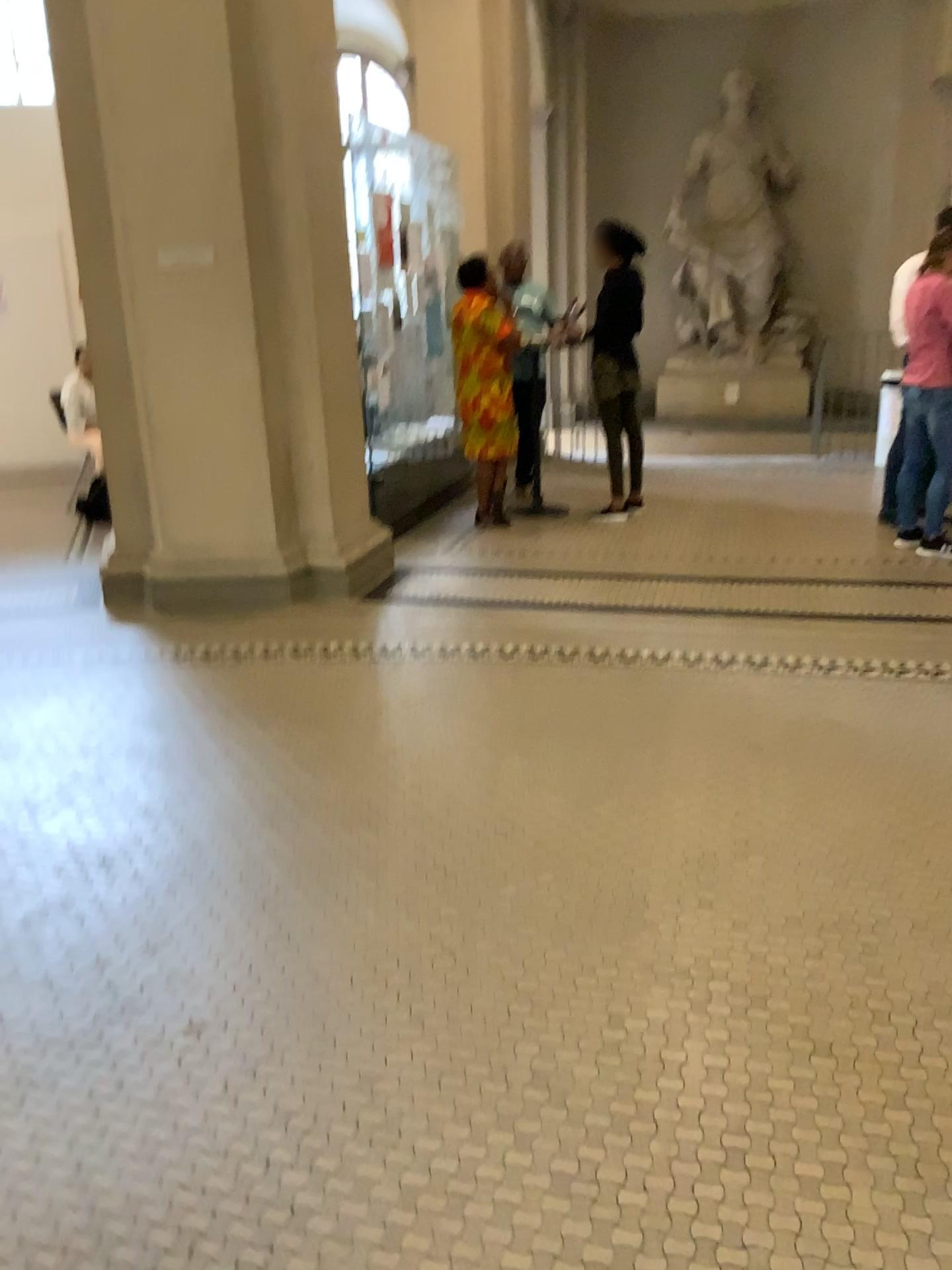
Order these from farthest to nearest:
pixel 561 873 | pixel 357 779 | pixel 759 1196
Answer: pixel 357 779
pixel 561 873
pixel 759 1196
